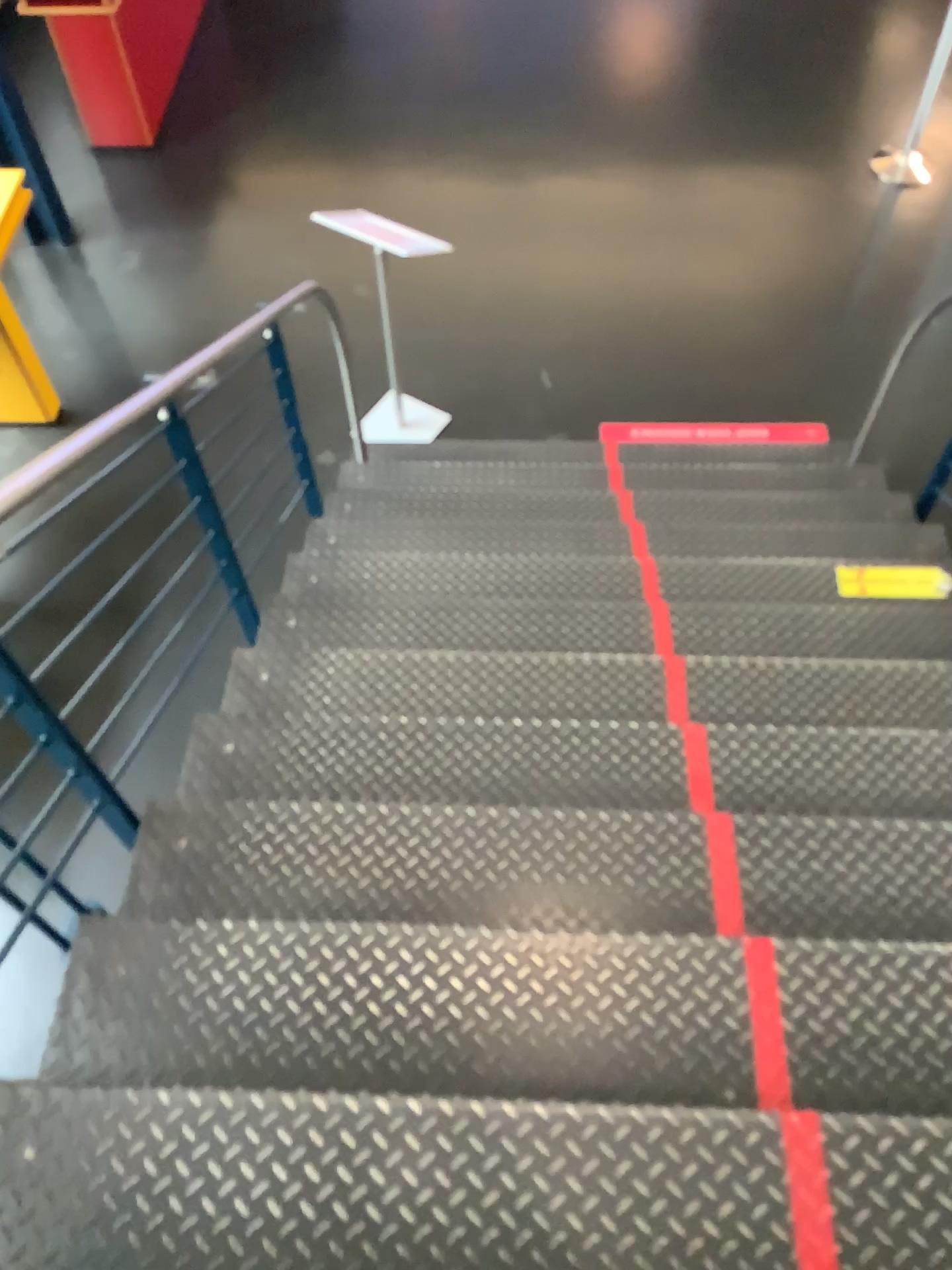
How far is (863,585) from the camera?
3.10m

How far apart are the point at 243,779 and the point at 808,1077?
1.3 meters

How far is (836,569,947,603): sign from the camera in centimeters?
310cm
